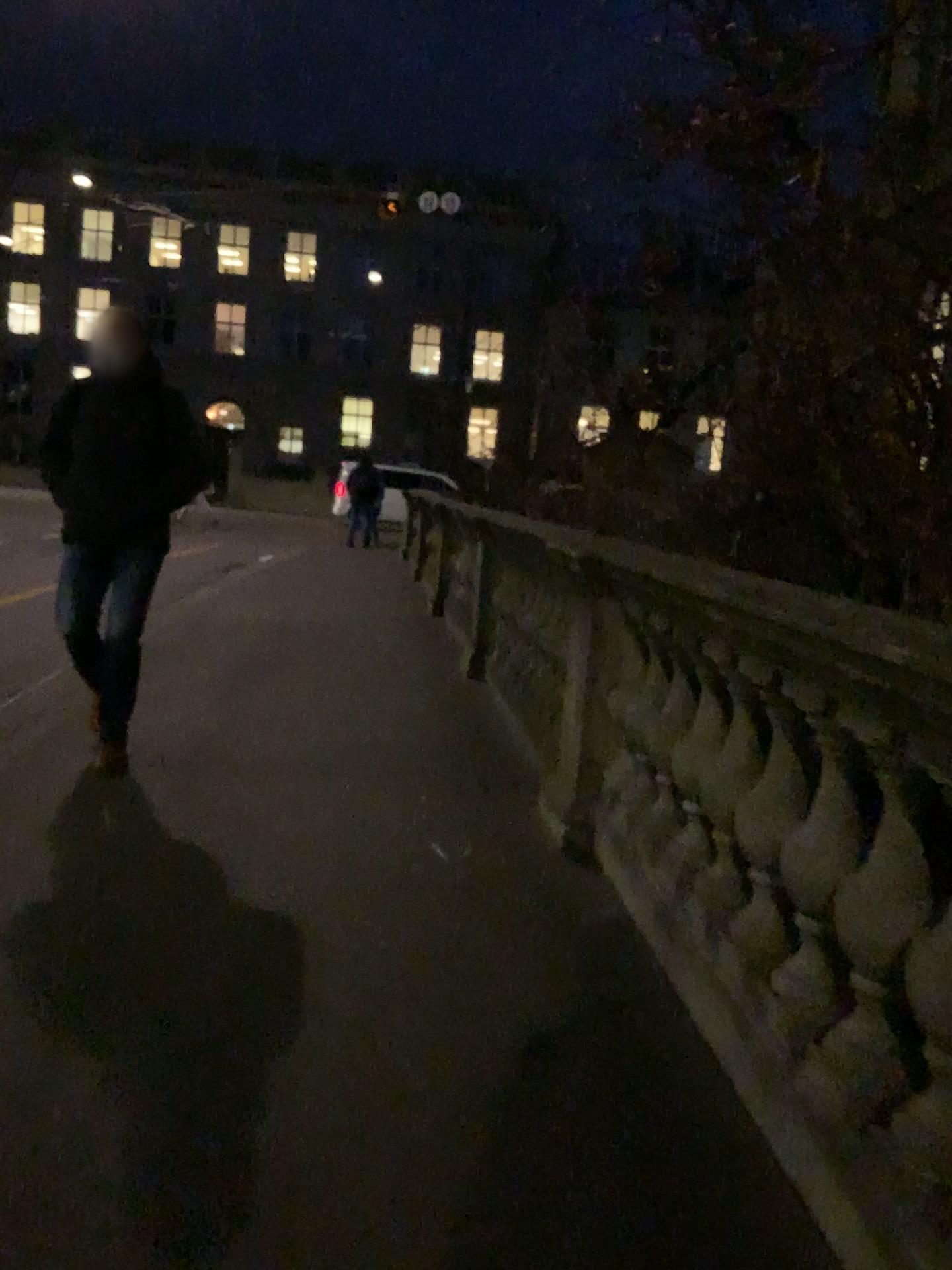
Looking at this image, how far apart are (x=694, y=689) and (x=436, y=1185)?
1.7m
